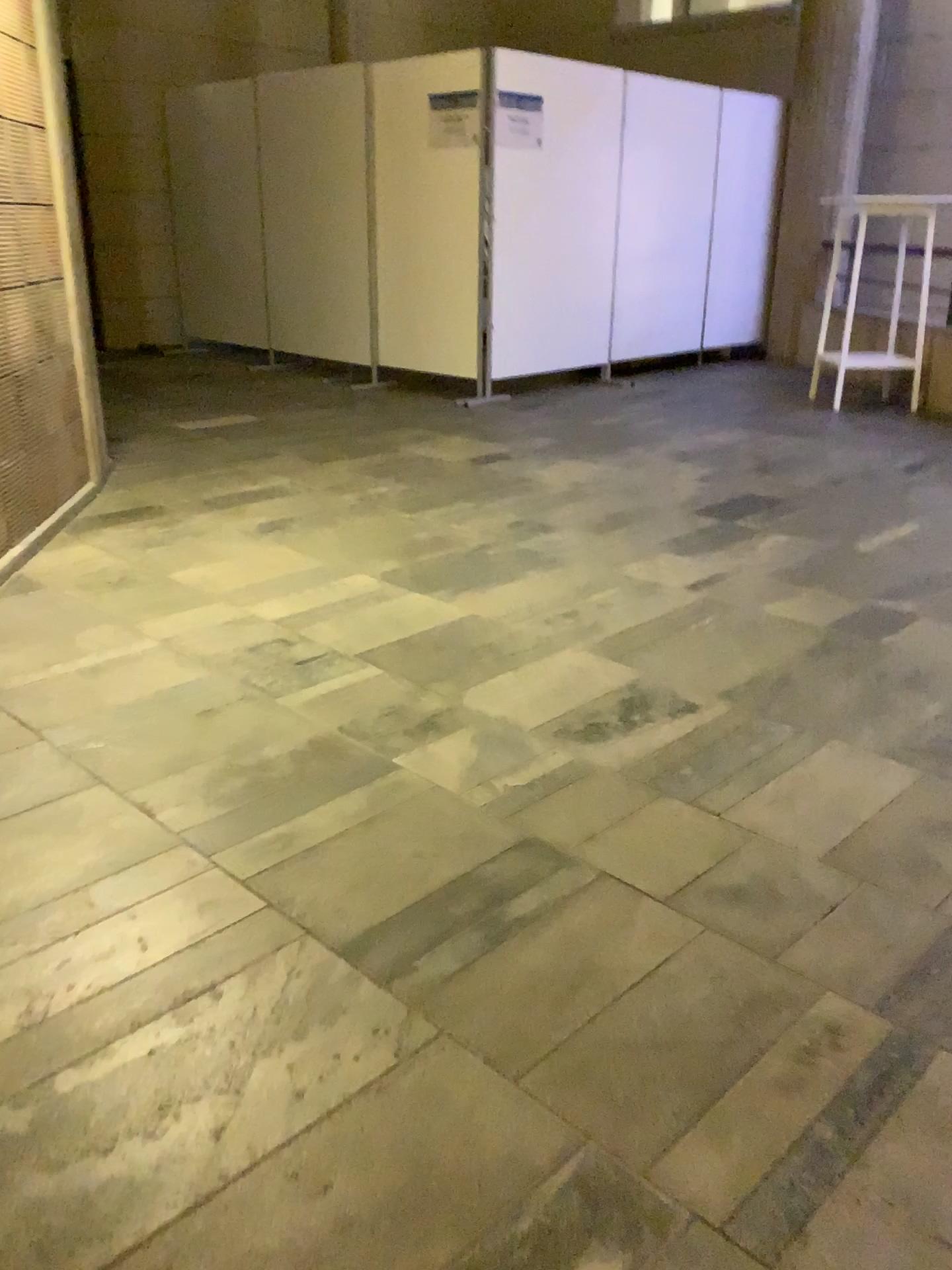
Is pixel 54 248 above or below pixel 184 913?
above
